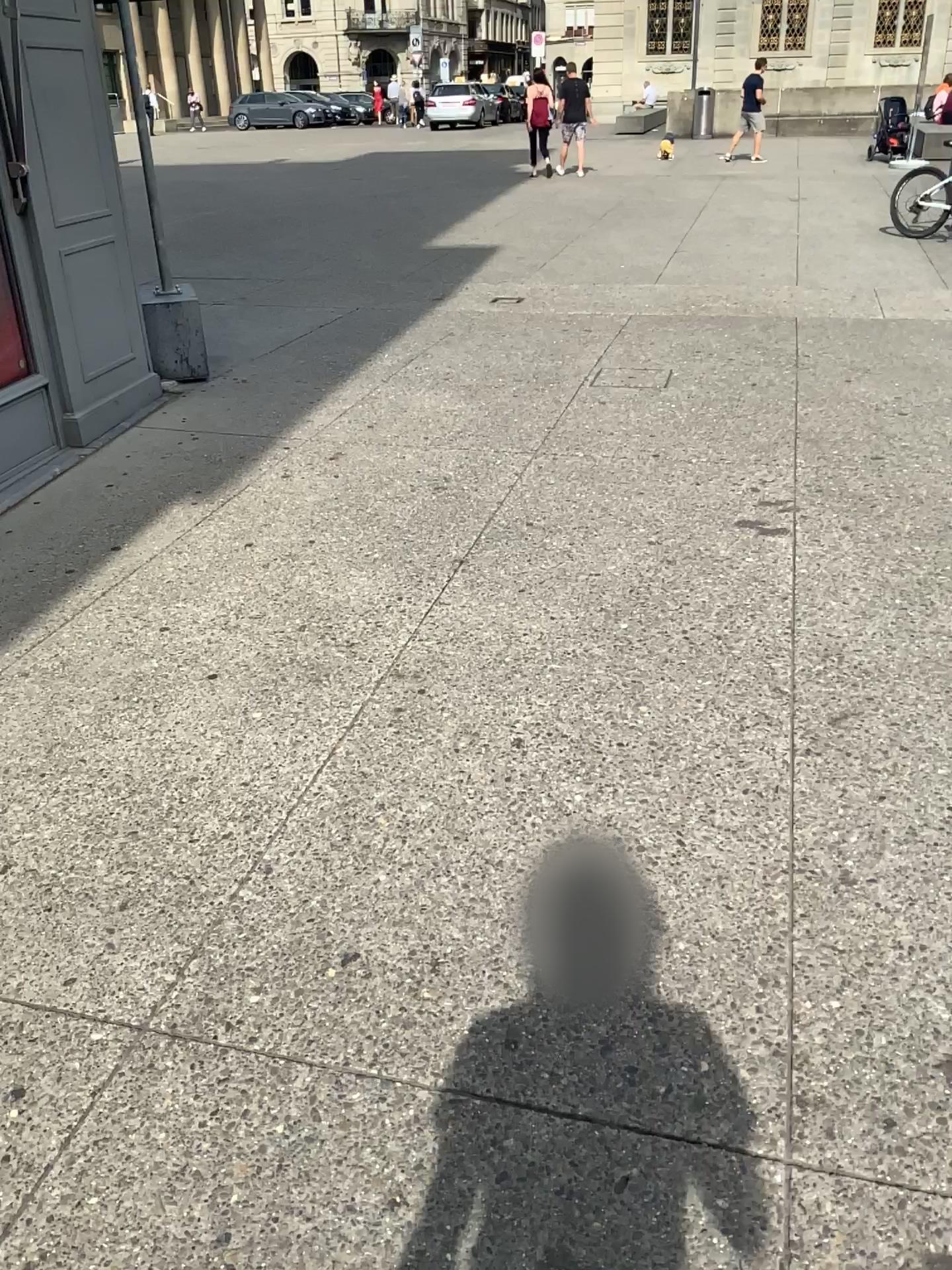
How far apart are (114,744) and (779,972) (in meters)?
1.72
